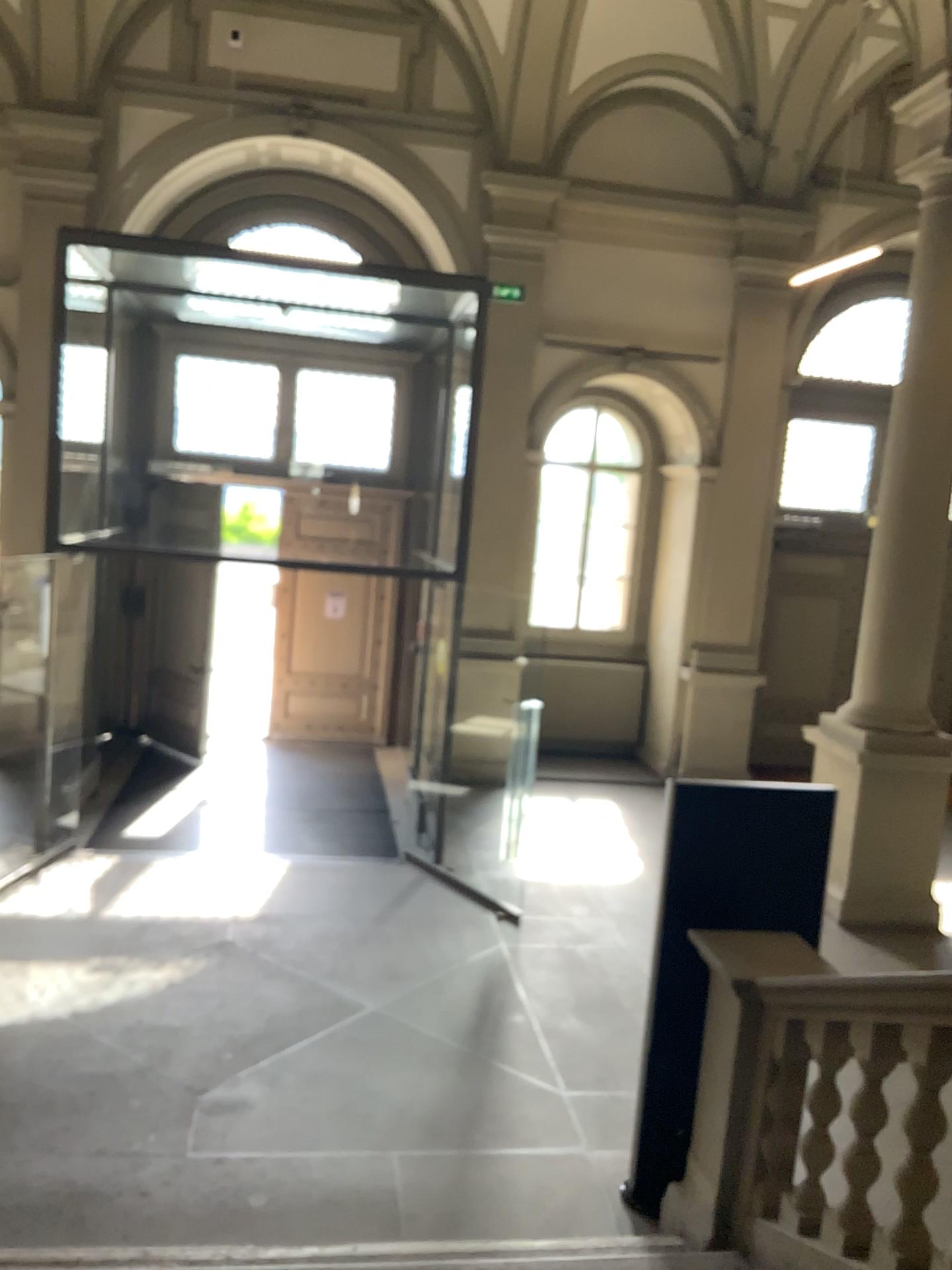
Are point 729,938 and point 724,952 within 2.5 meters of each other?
yes
